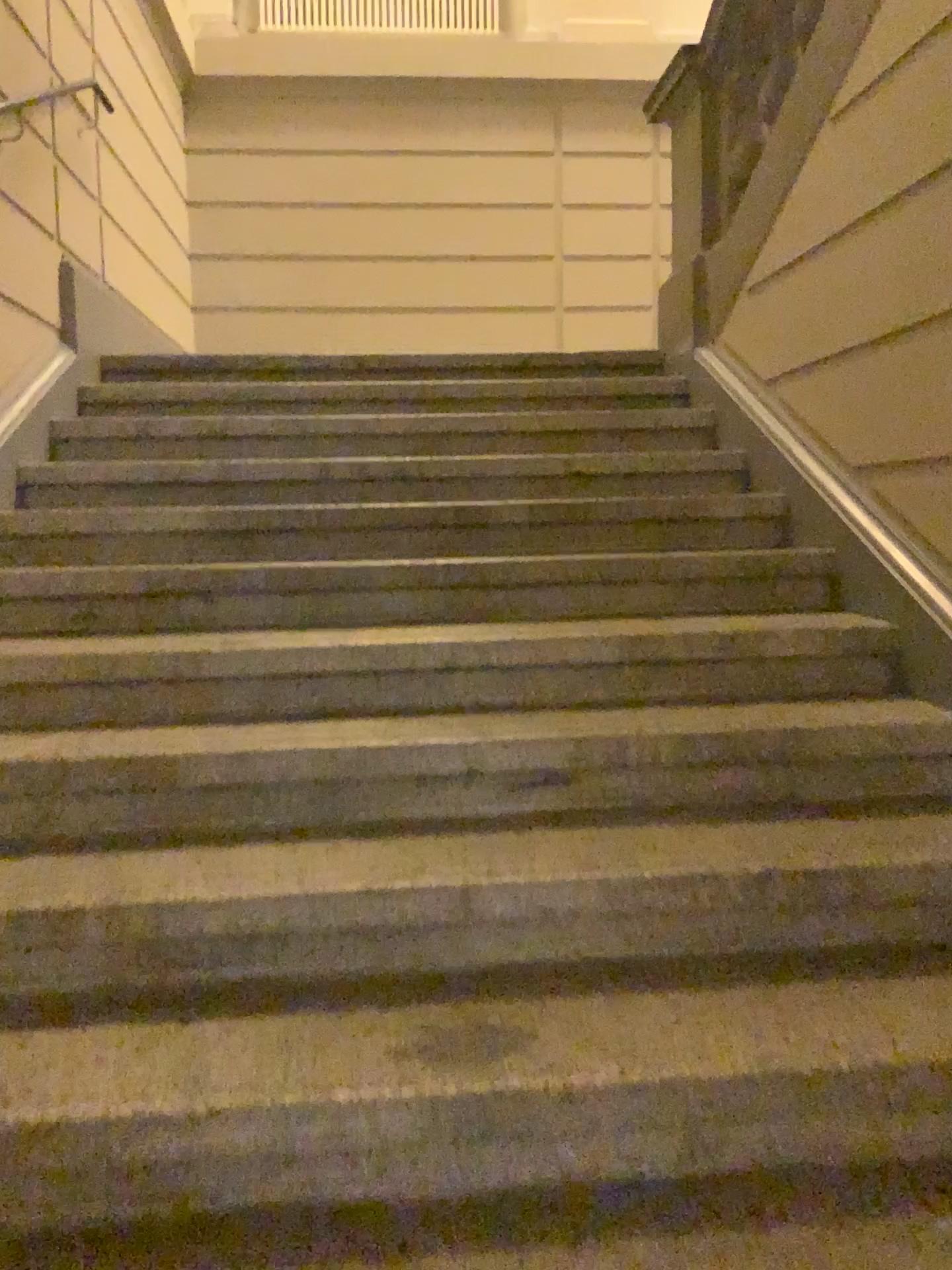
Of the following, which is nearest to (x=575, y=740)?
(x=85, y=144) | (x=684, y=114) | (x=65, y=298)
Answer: (x=65, y=298)

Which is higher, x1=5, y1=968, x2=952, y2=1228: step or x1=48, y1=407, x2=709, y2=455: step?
x1=48, y1=407, x2=709, y2=455: step

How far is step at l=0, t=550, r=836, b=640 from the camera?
2.5 meters

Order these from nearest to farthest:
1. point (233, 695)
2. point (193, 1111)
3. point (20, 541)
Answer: point (193, 1111), point (233, 695), point (20, 541)

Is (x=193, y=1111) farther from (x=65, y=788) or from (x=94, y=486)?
(x=94, y=486)

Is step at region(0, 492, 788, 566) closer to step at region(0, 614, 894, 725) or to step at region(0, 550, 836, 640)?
step at region(0, 550, 836, 640)

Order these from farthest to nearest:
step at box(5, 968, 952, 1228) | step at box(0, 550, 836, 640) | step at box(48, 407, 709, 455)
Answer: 1. step at box(48, 407, 709, 455)
2. step at box(0, 550, 836, 640)
3. step at box(5, 968, 952, 1228)

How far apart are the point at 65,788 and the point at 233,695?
0.40m

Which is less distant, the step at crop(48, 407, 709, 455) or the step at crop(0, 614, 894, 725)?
the step at crop(0, 614, 894, 725)

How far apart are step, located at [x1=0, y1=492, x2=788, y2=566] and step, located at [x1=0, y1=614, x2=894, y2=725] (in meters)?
0.40
